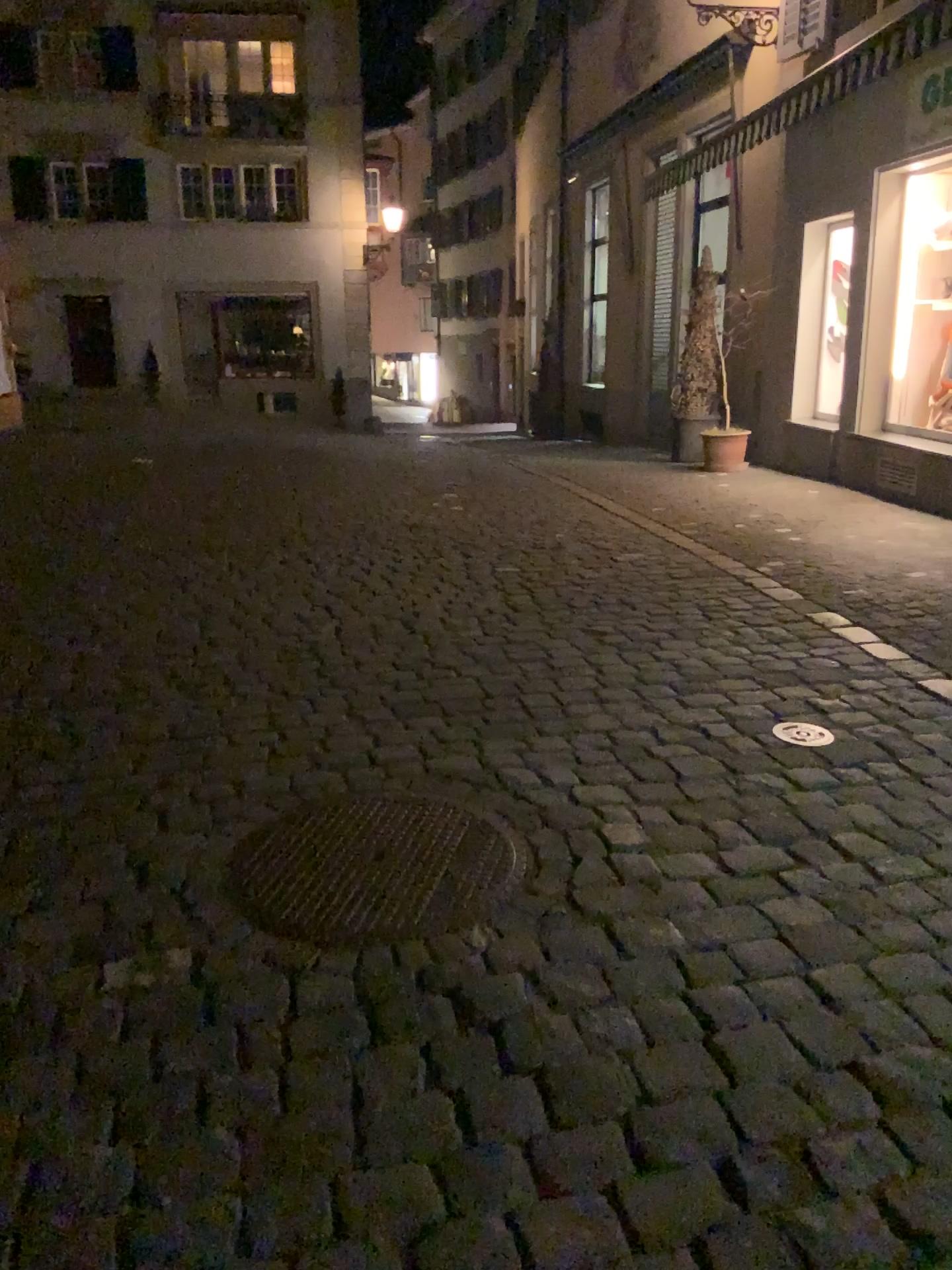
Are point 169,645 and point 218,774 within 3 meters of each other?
yes
